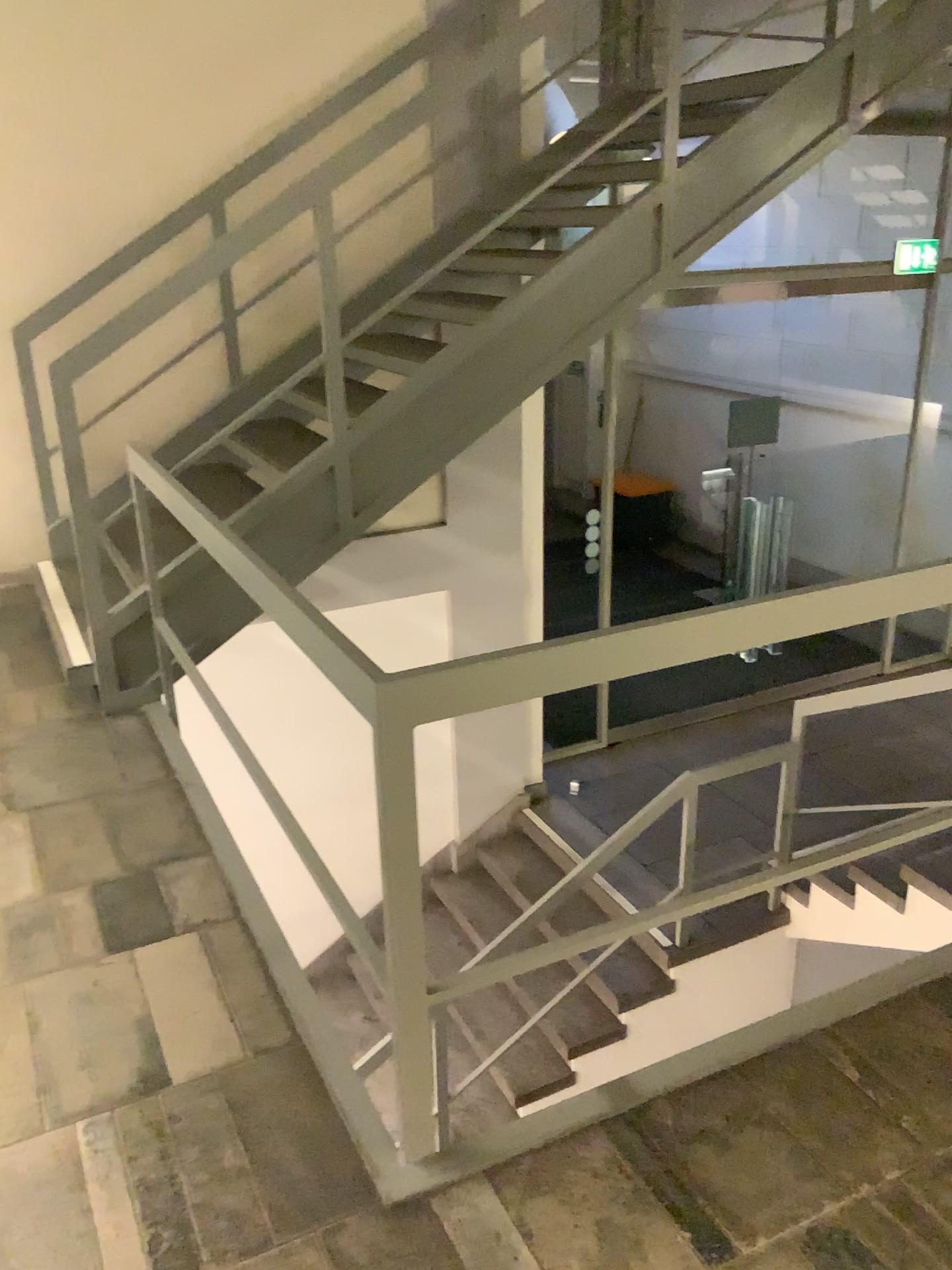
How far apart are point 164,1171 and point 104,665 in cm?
206
